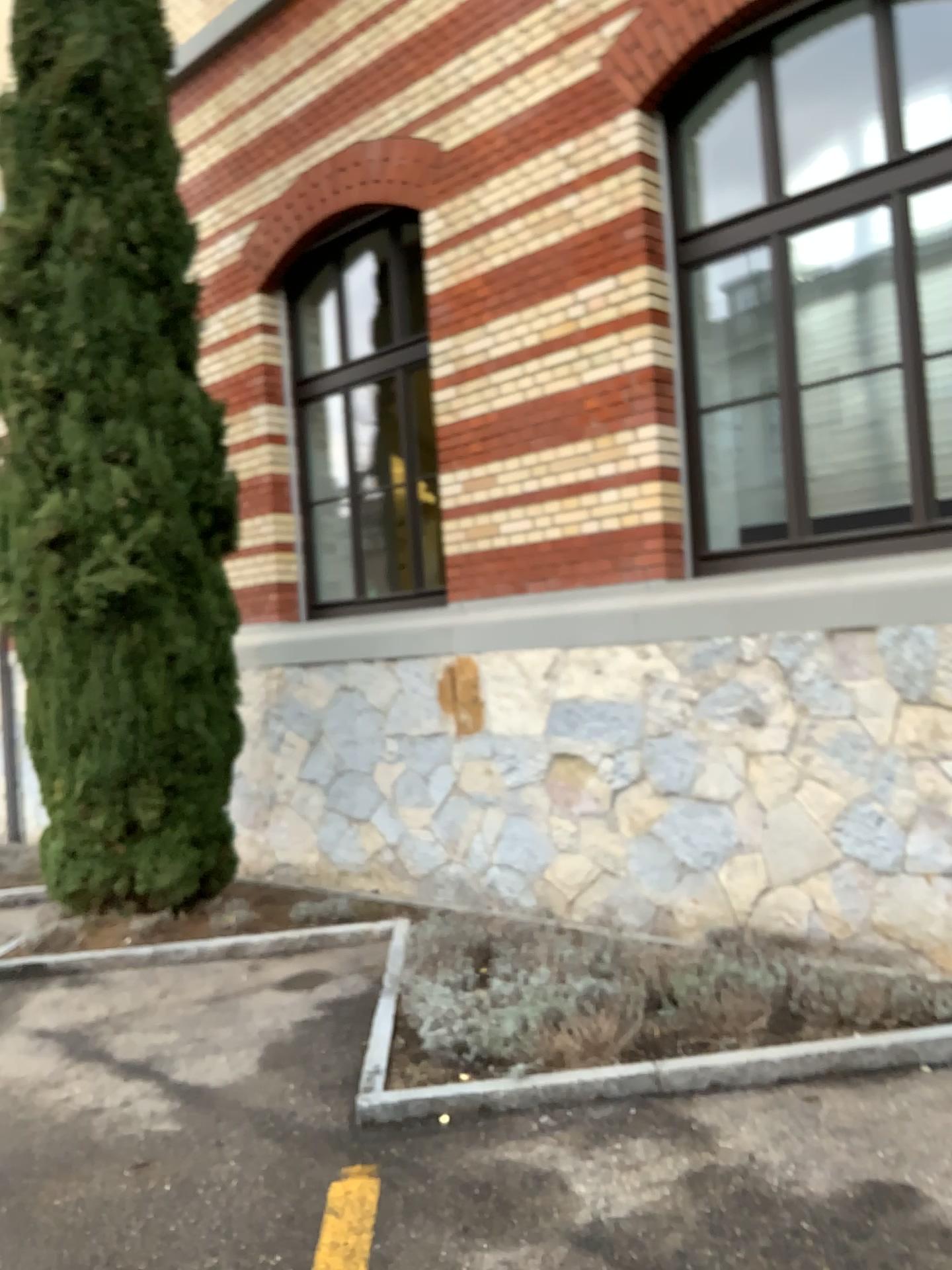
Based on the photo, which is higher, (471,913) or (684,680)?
(684,680)
